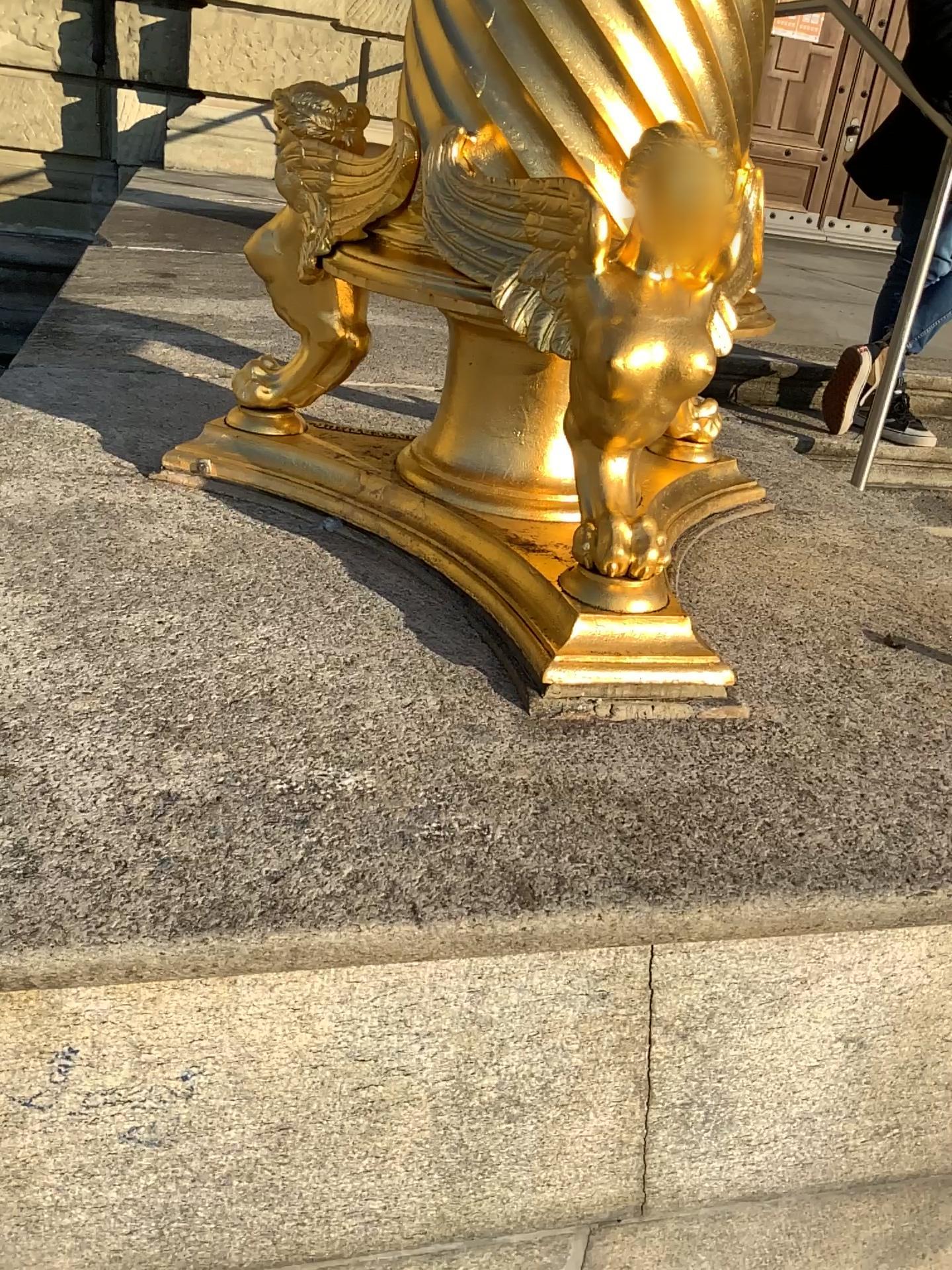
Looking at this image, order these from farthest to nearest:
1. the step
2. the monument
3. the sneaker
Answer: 1. the step
2. the sneaker
3. the monument

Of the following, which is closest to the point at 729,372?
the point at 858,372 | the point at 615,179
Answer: the point at 858,372

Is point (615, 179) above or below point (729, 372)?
above

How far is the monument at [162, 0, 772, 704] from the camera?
0.96m

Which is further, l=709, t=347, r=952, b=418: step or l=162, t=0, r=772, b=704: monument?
l=709, t=347, r=952, b=418: step

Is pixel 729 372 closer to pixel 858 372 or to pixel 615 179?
pixel 858 372

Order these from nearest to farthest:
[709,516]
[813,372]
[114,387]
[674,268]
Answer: [674,268] < [709,516] < [114,387] < [813,372]

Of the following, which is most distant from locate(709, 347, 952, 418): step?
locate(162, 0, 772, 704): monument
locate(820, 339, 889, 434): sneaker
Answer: locate(162, 0, 772, 704): monument

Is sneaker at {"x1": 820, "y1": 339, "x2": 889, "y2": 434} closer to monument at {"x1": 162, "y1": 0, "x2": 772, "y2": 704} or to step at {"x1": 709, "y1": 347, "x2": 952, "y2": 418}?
step at {"x1": 709, "y1": 347, "x2": 952, "y2": 418}

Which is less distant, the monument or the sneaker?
the monument
